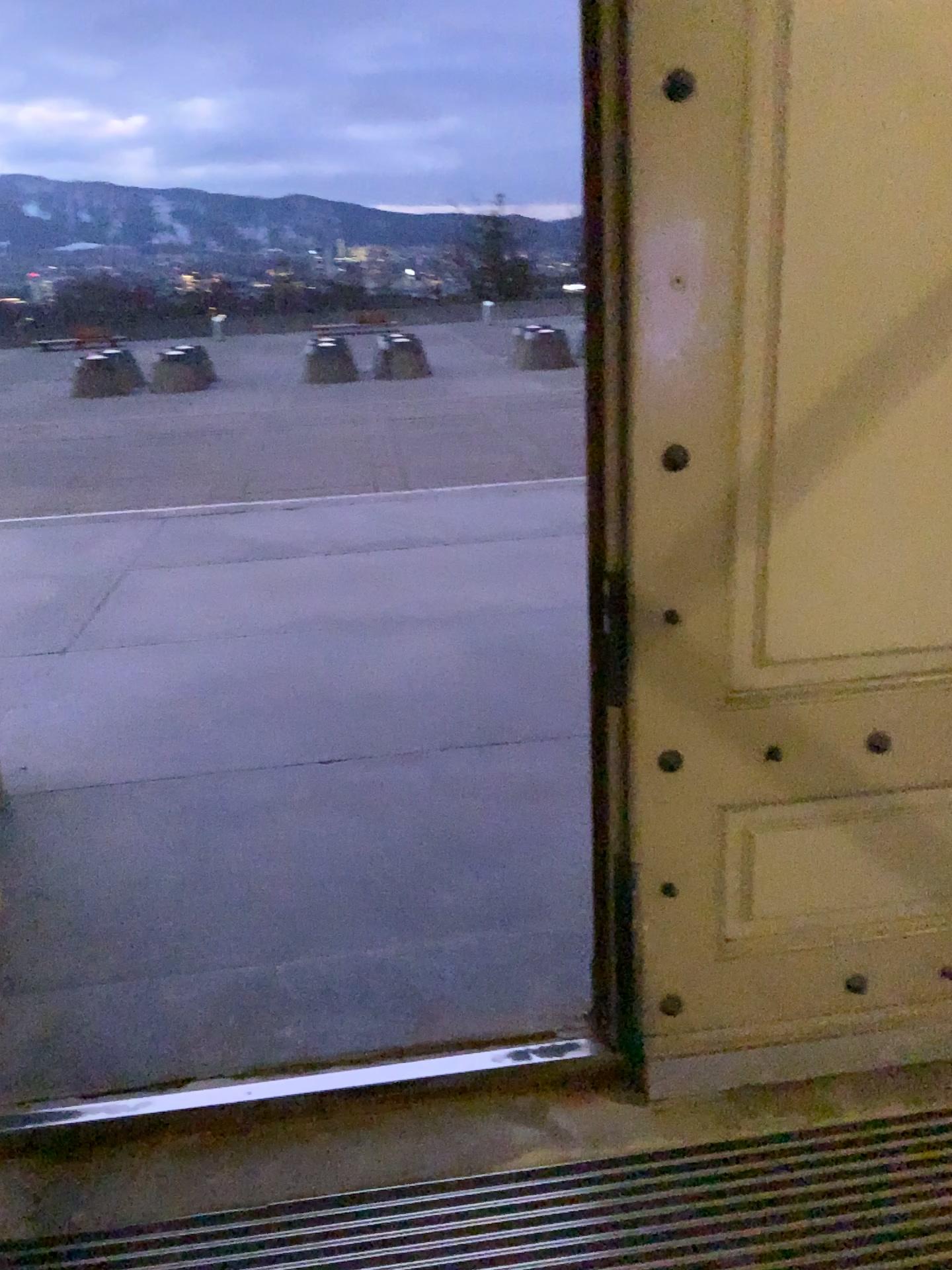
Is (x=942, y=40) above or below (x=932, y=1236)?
above

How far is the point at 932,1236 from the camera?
1.72m

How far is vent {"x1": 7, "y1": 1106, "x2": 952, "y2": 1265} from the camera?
1.7 meters

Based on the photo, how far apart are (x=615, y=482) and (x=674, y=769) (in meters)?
0.52
